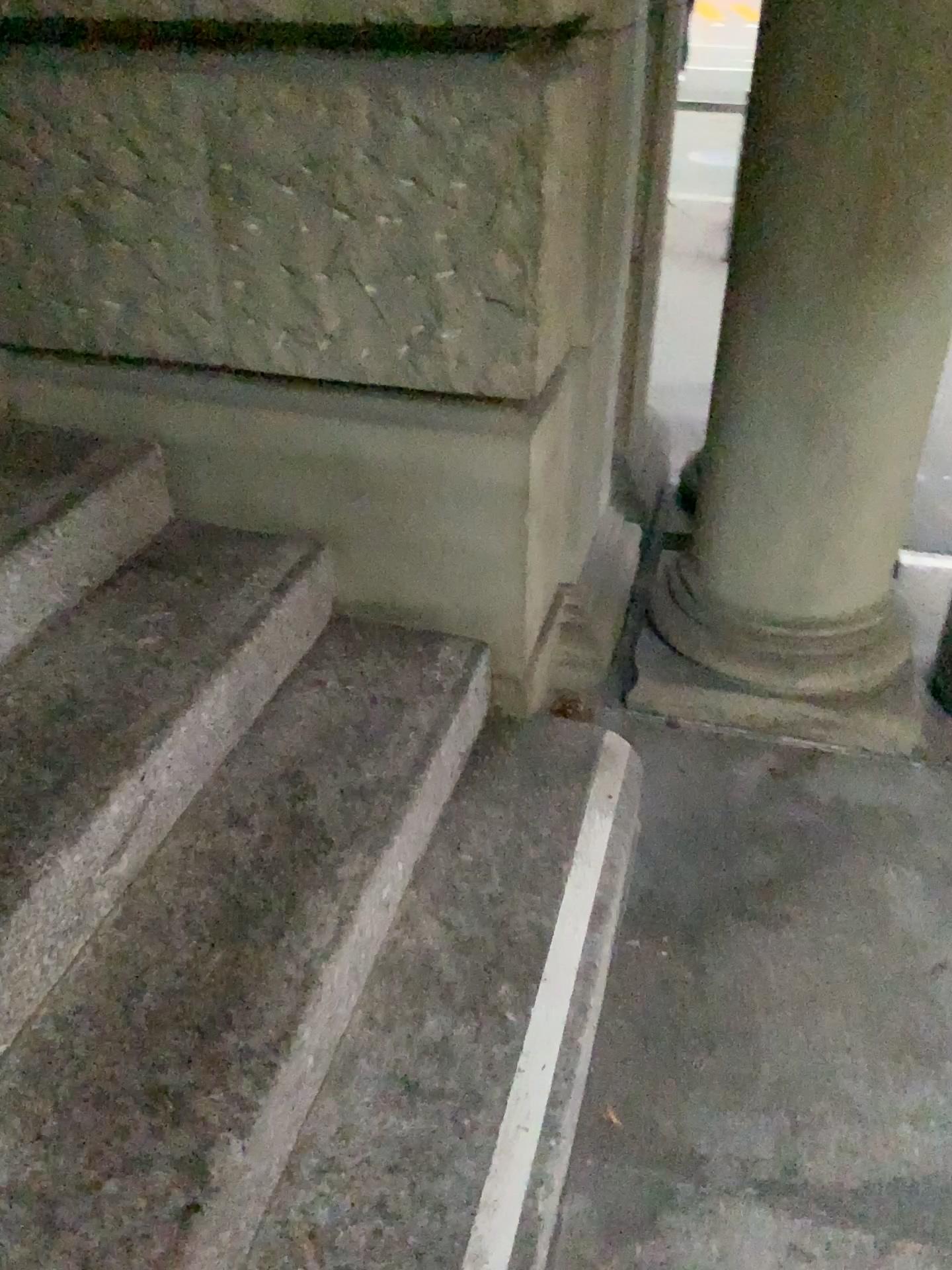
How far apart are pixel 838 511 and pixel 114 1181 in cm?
163

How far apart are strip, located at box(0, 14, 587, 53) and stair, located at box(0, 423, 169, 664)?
0.63m

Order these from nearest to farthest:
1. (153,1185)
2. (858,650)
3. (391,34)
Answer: (153,1185)
(391,34)
(858,650)

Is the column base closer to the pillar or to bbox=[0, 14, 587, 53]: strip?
the pillar

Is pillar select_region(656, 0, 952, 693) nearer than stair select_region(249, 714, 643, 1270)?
No

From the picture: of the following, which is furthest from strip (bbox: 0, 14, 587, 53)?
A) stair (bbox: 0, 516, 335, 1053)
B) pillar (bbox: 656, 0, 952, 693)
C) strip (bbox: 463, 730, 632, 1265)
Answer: strip (bbox: 463, 730, 632, 1265)

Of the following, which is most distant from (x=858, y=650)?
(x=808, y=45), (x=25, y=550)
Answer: (x=25, y=550)

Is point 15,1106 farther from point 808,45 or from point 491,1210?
point 808,45

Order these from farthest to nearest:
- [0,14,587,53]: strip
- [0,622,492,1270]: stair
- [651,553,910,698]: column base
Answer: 1. [651,553,910,698]: column base
2. [0,14,587,53]: strip
3. [0,622,492,1270]: stair

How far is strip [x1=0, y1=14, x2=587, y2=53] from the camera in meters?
1.5
